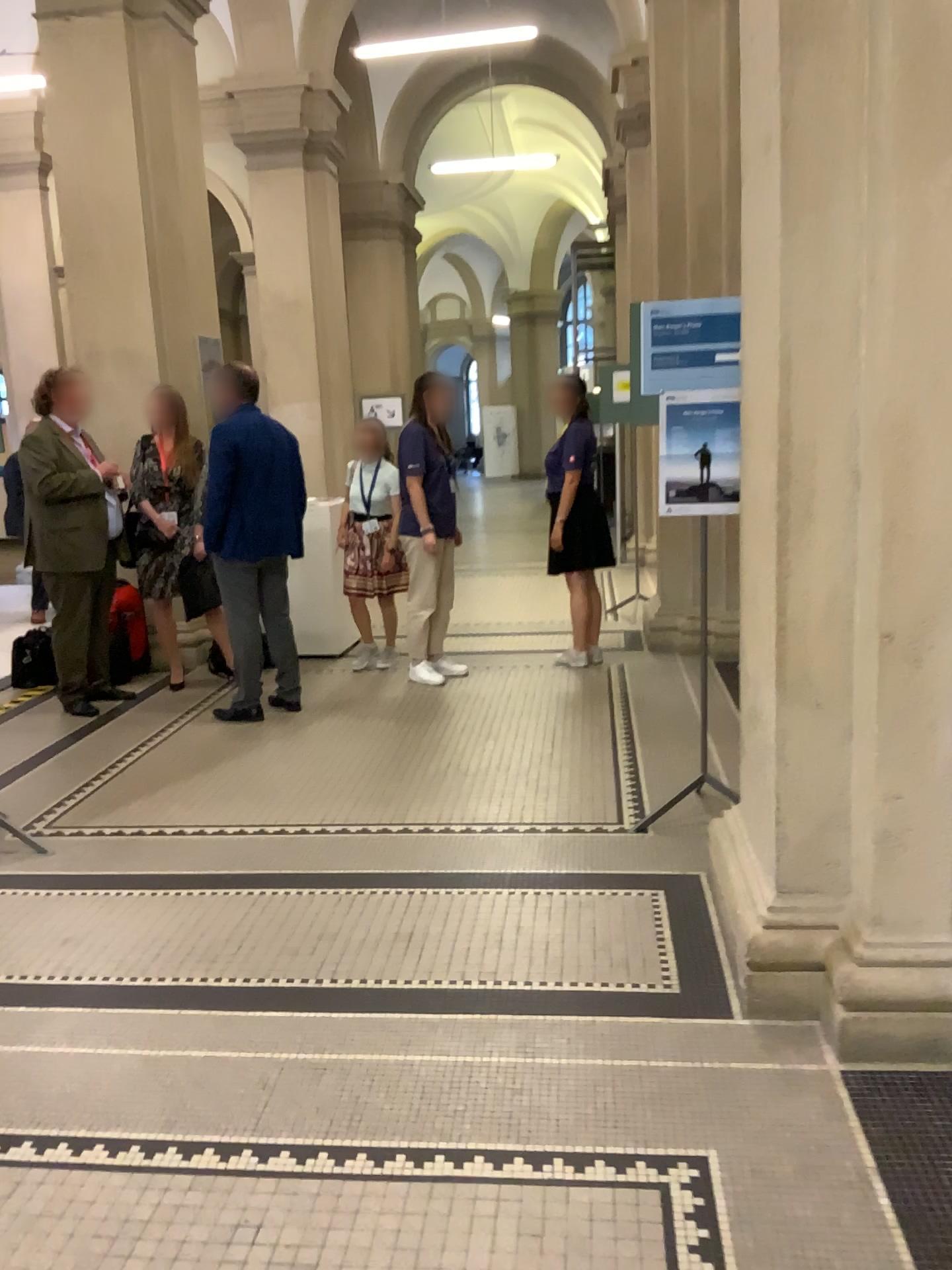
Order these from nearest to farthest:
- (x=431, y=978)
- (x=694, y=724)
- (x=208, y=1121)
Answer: (x=208, y=1121)
(x=431, y=978)
(x=694, y=724)
